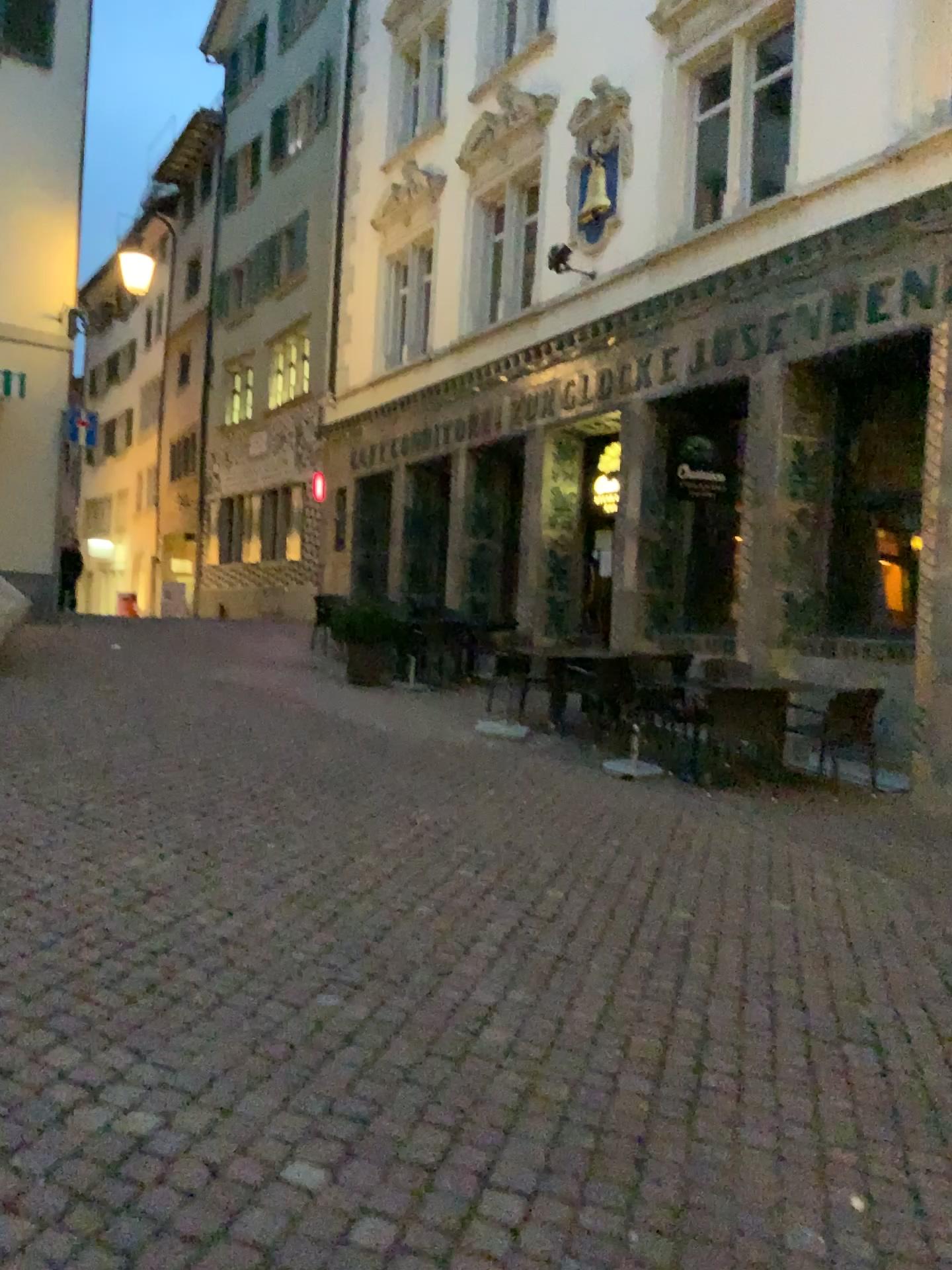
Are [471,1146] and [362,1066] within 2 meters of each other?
yes
